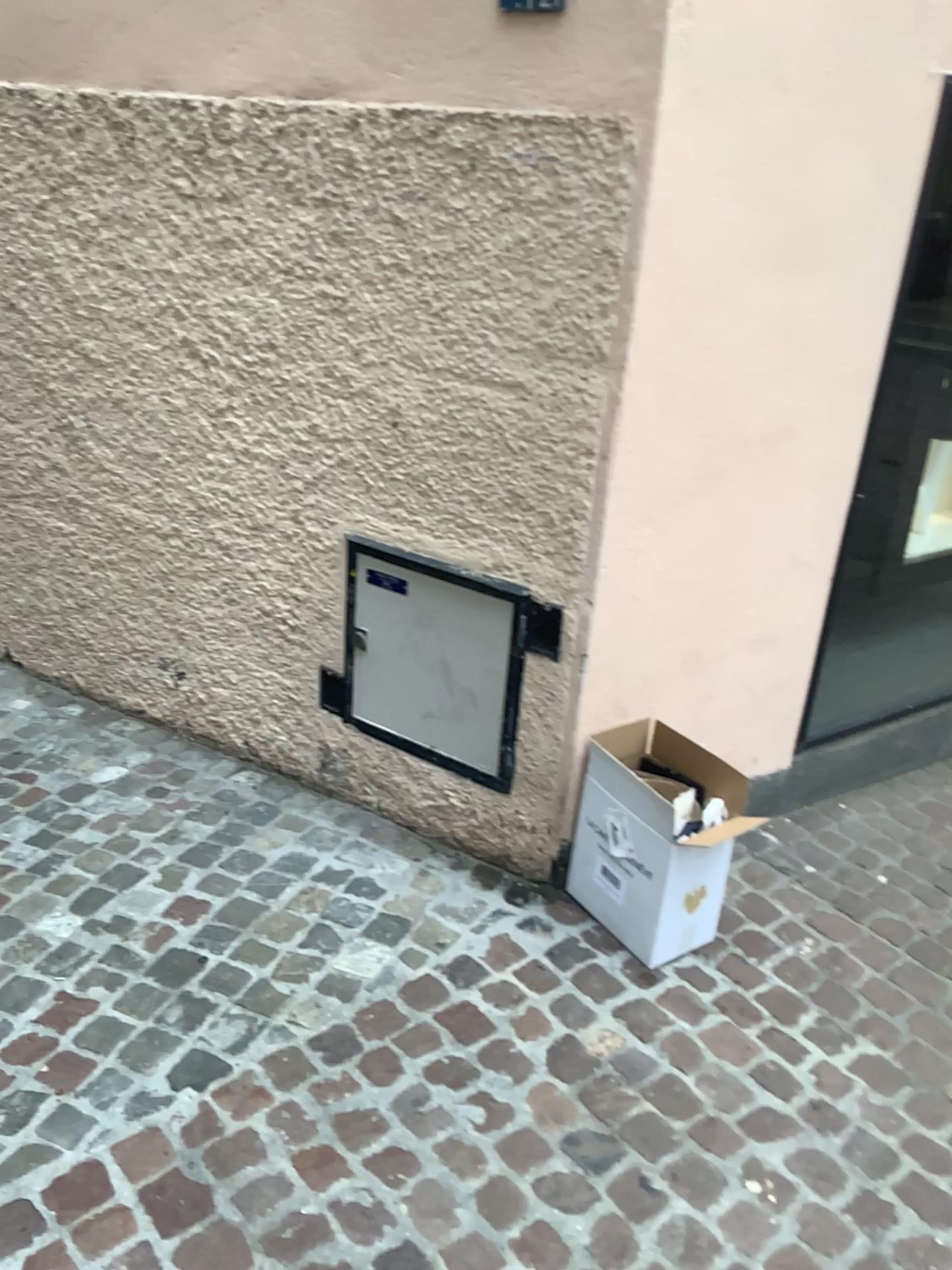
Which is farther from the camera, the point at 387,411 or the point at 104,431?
the point at 104,431

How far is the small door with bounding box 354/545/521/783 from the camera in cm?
247

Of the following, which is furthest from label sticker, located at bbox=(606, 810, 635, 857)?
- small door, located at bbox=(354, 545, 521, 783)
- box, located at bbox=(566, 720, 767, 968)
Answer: small door, located at bbox=(354, 545, 521, 783)

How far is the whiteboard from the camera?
2.47m

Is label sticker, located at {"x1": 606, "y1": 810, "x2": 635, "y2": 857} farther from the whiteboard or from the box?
the whiteboard

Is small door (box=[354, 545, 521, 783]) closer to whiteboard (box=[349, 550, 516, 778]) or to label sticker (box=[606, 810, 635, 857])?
whiteboard (box=[349, 550, 516, 778])

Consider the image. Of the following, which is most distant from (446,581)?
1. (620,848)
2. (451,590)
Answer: (620,848)

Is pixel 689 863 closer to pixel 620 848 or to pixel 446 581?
pixel 620 848

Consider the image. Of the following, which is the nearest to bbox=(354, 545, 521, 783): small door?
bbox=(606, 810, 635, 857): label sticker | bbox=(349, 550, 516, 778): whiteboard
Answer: bbox=(349, 550, 516, 778): whiteboard

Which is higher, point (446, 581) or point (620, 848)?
point (446, 581)
